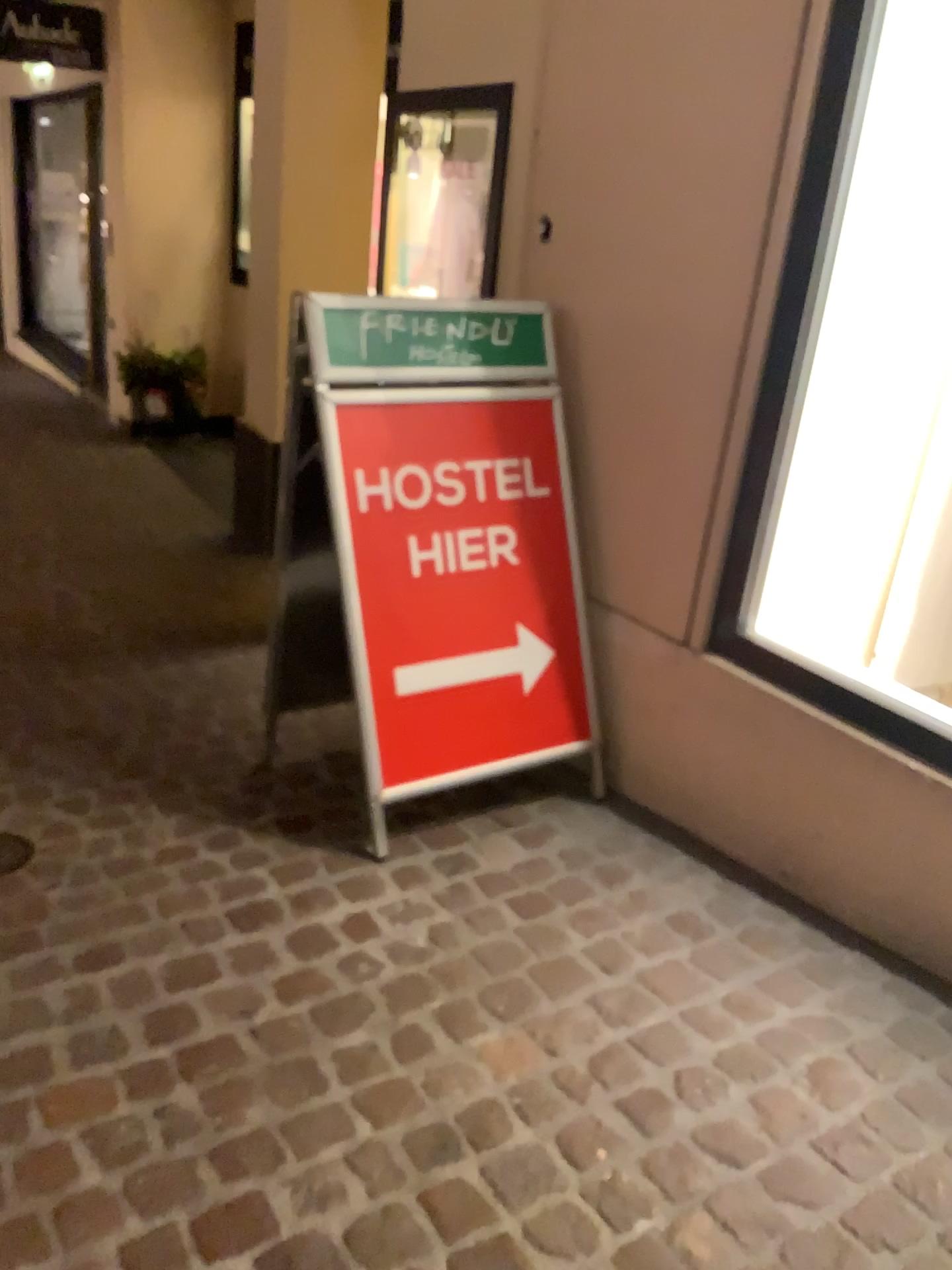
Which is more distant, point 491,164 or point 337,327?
point 491,164

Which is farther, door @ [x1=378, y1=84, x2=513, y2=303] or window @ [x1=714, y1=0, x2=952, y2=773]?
door @ [x1=378, y1=84, x2=513, y2=303]

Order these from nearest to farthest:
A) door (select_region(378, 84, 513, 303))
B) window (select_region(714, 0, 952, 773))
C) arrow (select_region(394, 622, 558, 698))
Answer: window (select_region(714, 0, 952, 773)) < arrow (select_region(394, 622, 558, 698)) < door (select_region(378, 84, 513, 303))

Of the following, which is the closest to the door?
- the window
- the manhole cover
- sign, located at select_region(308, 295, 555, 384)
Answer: sign, located at select_region(308, 295, 555, 384)

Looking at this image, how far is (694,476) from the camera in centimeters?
230cm

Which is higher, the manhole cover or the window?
the window

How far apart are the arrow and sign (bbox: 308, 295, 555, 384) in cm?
61

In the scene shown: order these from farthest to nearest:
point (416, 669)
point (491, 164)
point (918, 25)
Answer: point (491, 164) → point (416, 669) → point (918, 25)

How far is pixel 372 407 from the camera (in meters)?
2.23

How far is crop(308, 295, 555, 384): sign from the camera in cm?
221
